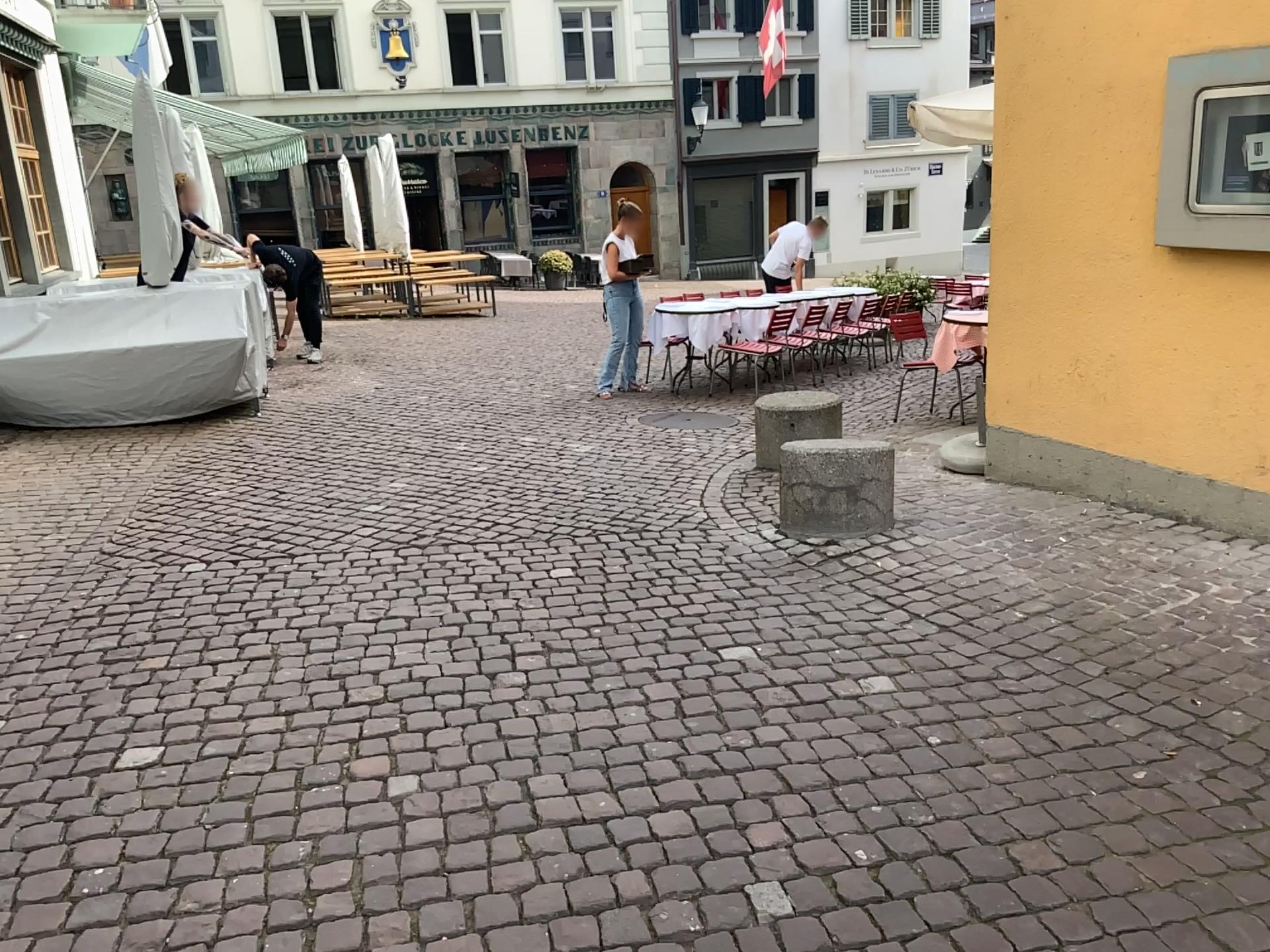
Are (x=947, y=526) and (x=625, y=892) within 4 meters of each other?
yes
